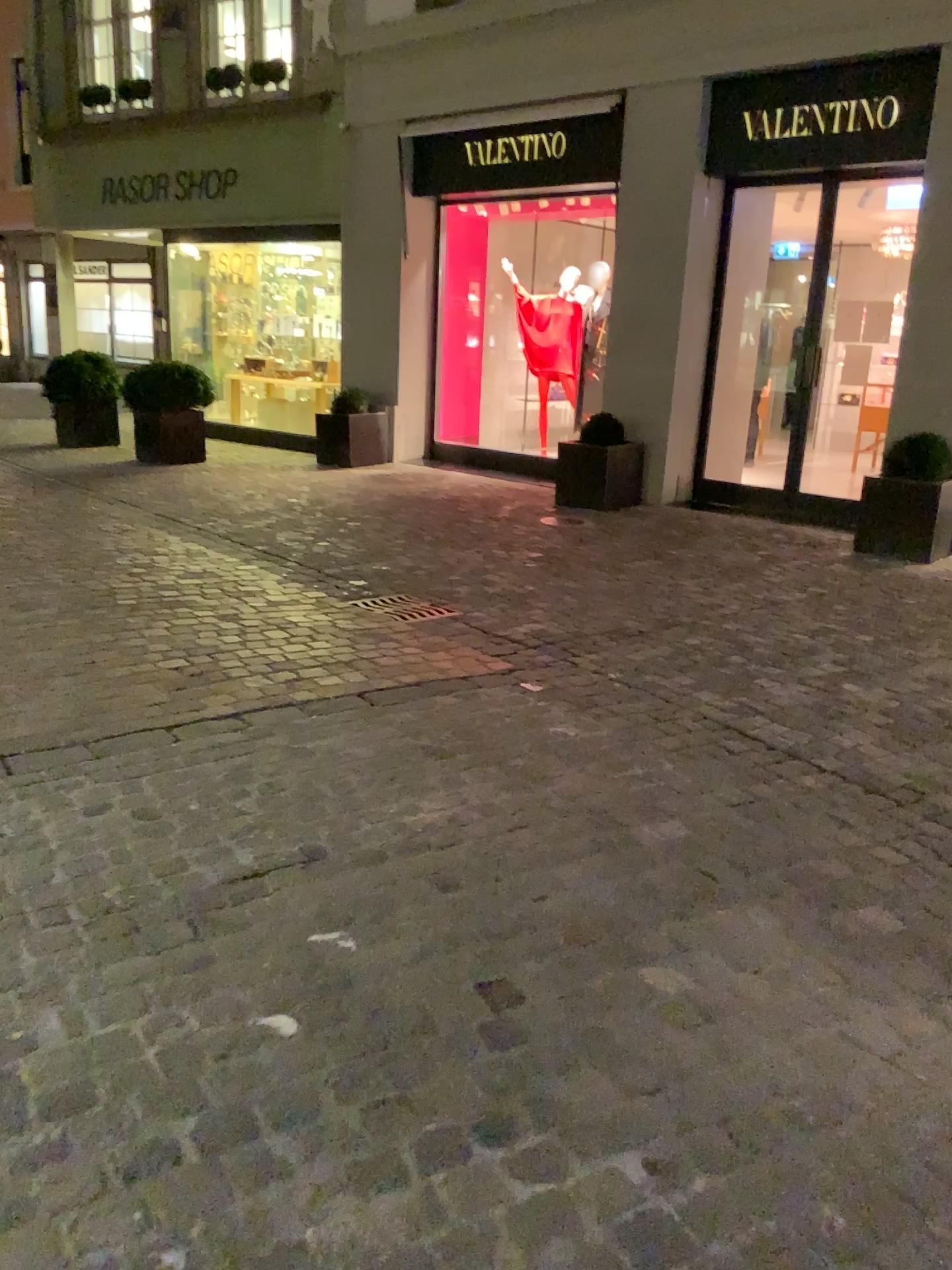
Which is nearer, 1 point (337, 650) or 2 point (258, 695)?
2 point (258, 695)
